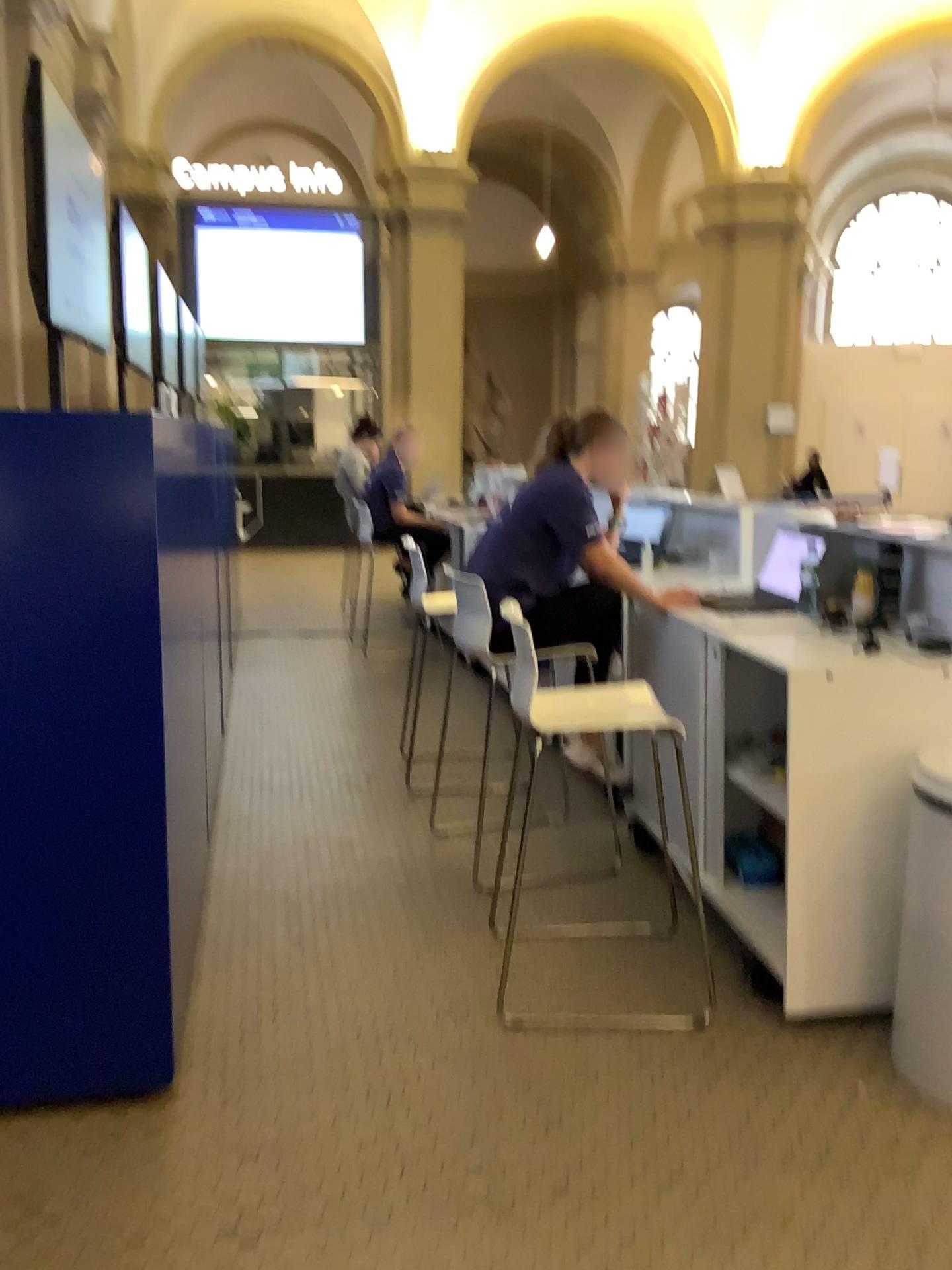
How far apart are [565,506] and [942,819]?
1.49m

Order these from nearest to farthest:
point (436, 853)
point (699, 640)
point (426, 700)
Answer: point (699, 640), point (436, 853), point (426, 700)

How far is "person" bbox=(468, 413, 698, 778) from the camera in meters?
3.3 m

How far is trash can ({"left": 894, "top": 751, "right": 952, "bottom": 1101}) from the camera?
2.25m

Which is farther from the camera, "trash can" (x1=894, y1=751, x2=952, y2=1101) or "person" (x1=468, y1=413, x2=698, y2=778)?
"person" (x1=468, y1=413, x2=698, y2=778)

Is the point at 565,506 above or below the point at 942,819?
above

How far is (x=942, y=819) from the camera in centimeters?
225cm

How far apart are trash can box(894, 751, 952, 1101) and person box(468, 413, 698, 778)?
1.3m
